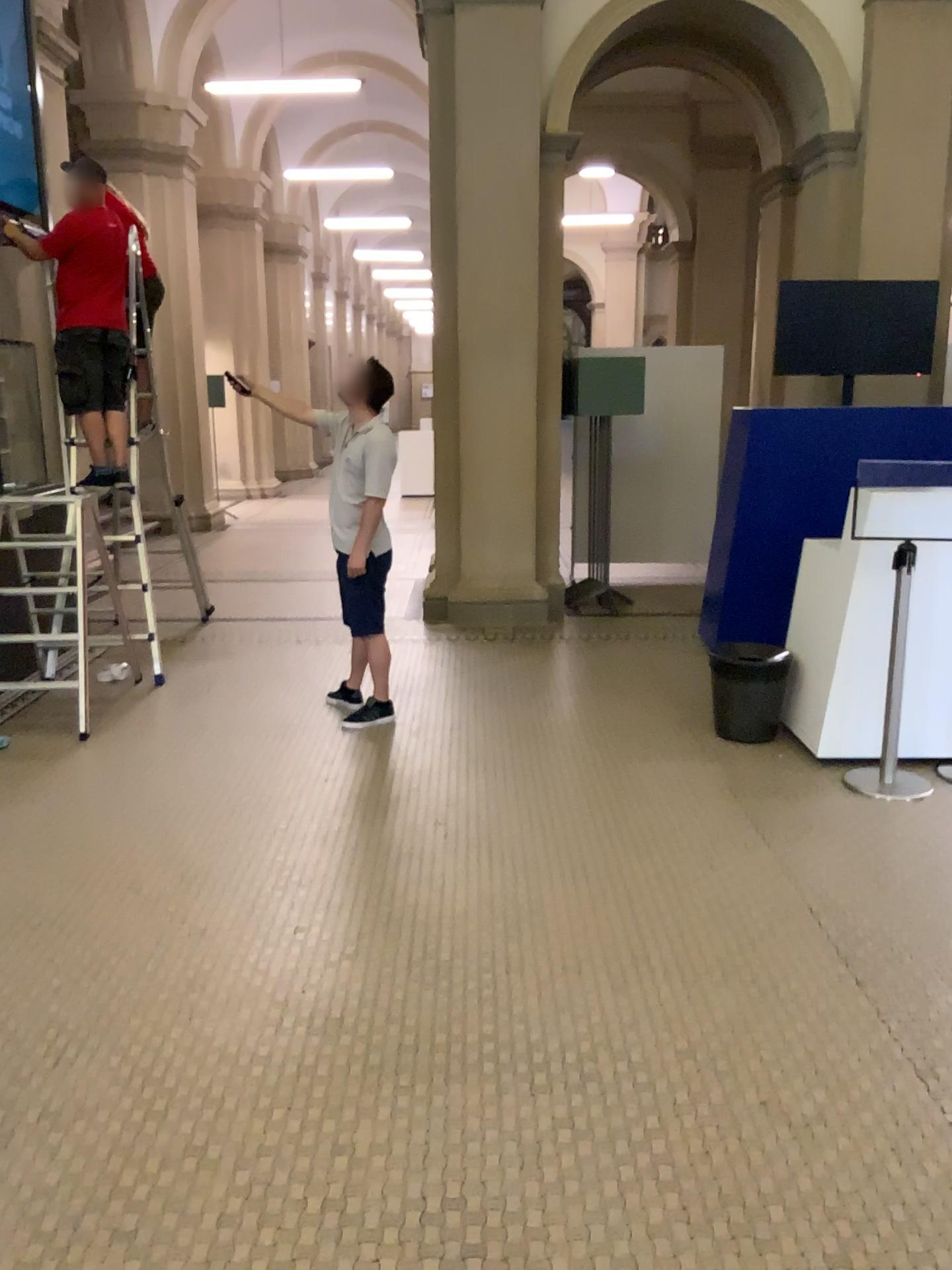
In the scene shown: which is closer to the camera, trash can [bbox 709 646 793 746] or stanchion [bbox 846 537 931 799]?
stanchion [bbox 846 537 931 799]

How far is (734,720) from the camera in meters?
4.8 m

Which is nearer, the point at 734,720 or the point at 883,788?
the point at 883,788

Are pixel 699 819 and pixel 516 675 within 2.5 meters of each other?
yes

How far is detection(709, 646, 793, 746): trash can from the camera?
4.8 meters
